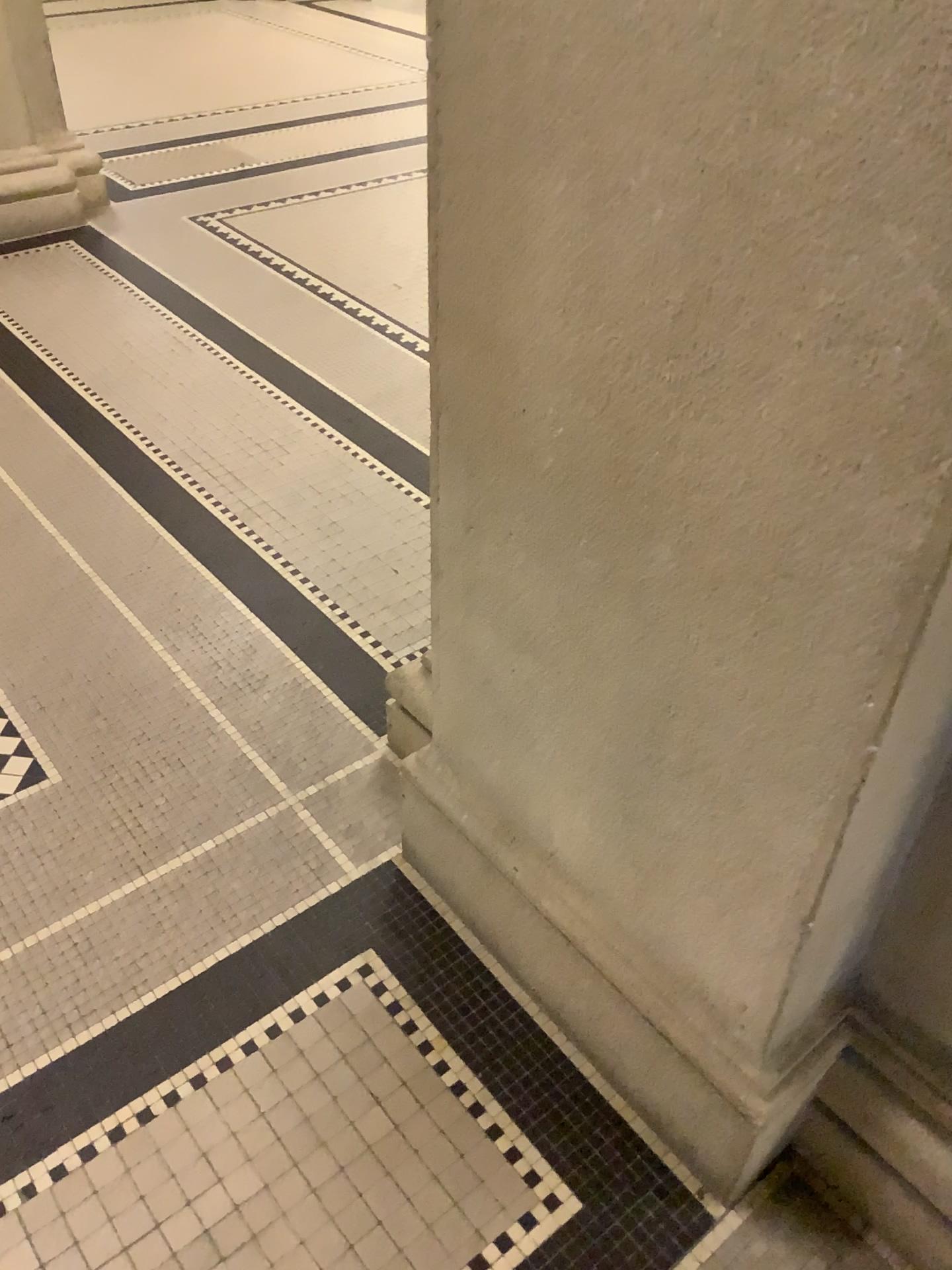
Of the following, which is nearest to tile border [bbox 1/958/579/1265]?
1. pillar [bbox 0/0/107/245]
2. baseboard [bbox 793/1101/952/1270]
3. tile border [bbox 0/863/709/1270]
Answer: tile border [bbox 0/863/709/1270]

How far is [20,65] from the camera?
3.8m

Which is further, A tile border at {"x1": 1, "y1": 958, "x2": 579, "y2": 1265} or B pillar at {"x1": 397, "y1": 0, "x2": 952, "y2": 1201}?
A tile border at {"x1": 1, "y1": 958, "x2": 579, "y2": 1265}

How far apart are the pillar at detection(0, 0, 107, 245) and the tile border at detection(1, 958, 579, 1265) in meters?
3.4 m

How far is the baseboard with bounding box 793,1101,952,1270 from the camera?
1.2m

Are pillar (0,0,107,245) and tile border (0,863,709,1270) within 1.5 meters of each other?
no

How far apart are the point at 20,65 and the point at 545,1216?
4.1m

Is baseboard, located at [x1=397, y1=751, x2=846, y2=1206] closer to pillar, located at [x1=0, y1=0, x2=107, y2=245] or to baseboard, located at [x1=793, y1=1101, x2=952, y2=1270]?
baseboard, located at [x1=793, y1=1101, x2=952, y2=1270]

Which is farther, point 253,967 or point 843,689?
point 253,967

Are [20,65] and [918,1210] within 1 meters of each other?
no
